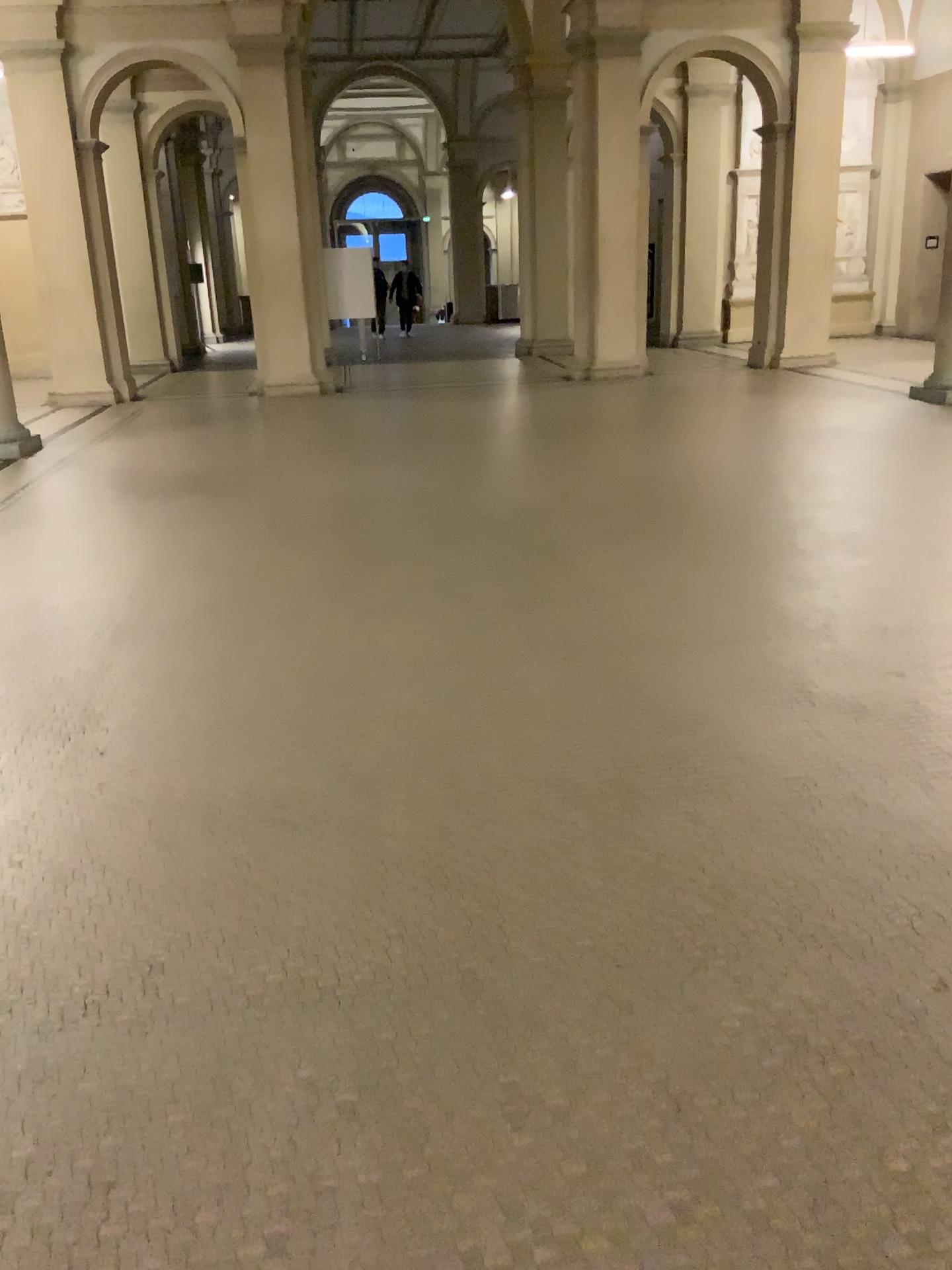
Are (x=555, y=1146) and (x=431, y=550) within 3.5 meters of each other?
no
